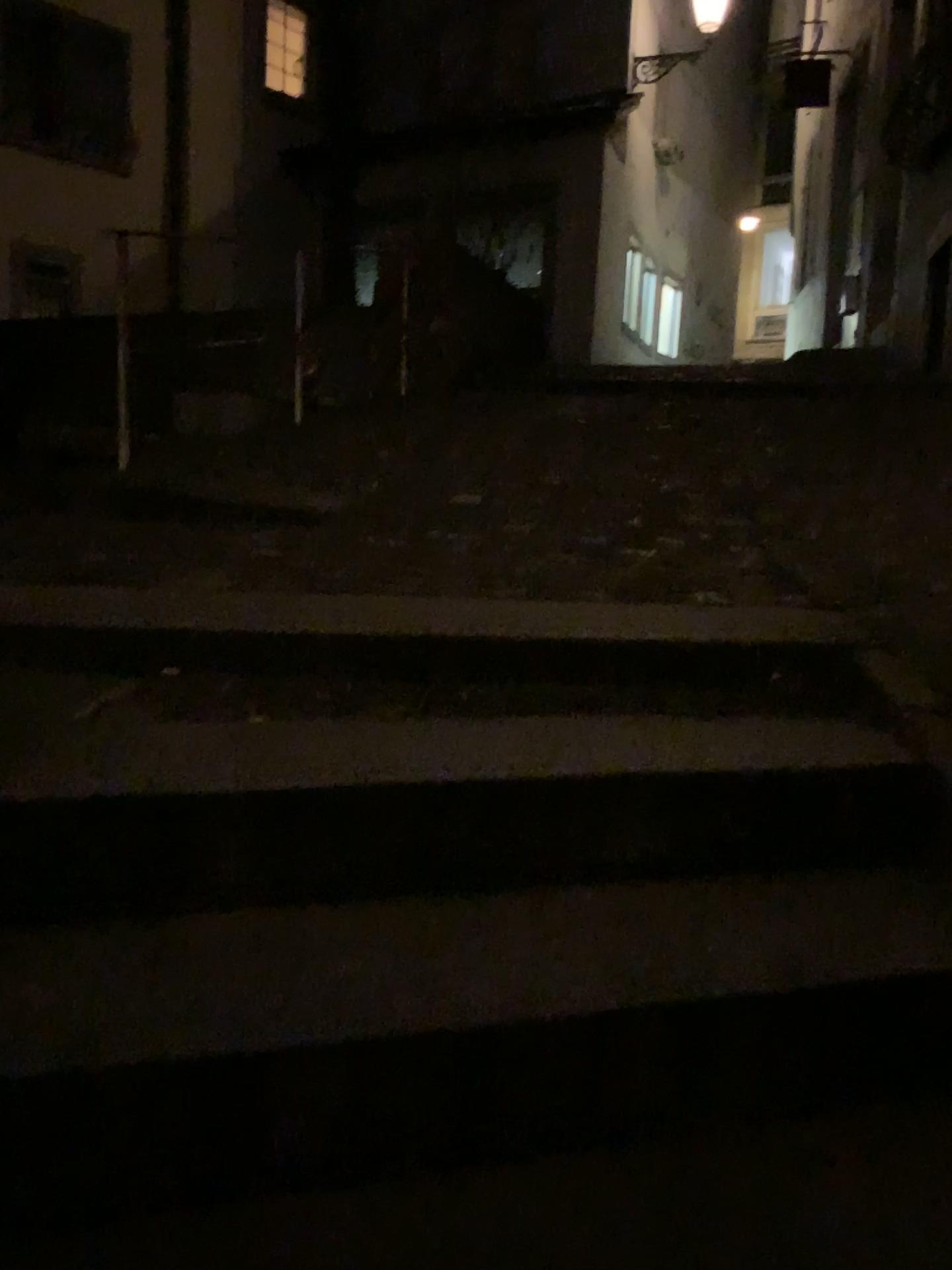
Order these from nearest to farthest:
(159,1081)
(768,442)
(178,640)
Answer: (159,1081)
(178,640)
(768,442)
